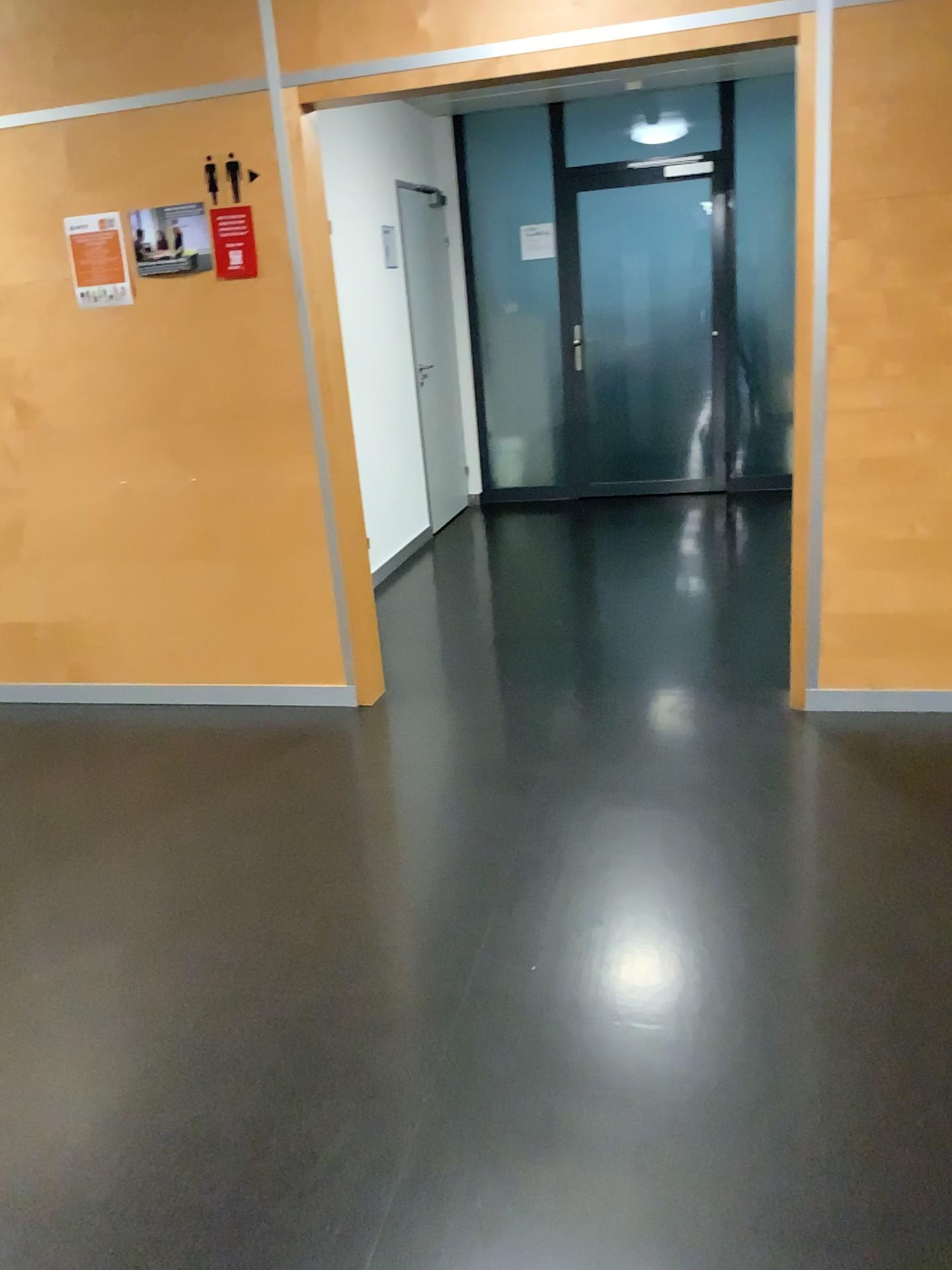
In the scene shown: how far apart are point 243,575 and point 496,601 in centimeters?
156cm

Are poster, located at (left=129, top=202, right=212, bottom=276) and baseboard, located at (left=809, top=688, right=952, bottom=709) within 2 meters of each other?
no

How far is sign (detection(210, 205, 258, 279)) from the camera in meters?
3.4

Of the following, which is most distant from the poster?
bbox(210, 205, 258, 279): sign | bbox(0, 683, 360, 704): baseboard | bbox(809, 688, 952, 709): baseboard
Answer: bbox(809, 688, 952, 709): baseboard

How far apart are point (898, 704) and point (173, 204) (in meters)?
2.88

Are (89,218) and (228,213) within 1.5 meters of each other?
yes

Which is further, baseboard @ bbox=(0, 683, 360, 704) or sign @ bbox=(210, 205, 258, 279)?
baseboard @ bbox=(0, 683, 360, 704)

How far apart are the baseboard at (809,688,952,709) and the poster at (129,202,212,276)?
2.5 meters

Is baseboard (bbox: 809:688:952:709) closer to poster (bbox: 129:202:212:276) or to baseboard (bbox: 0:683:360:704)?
baseboard (bbox: 0:683:360:704)

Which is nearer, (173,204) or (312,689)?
(173,204)
